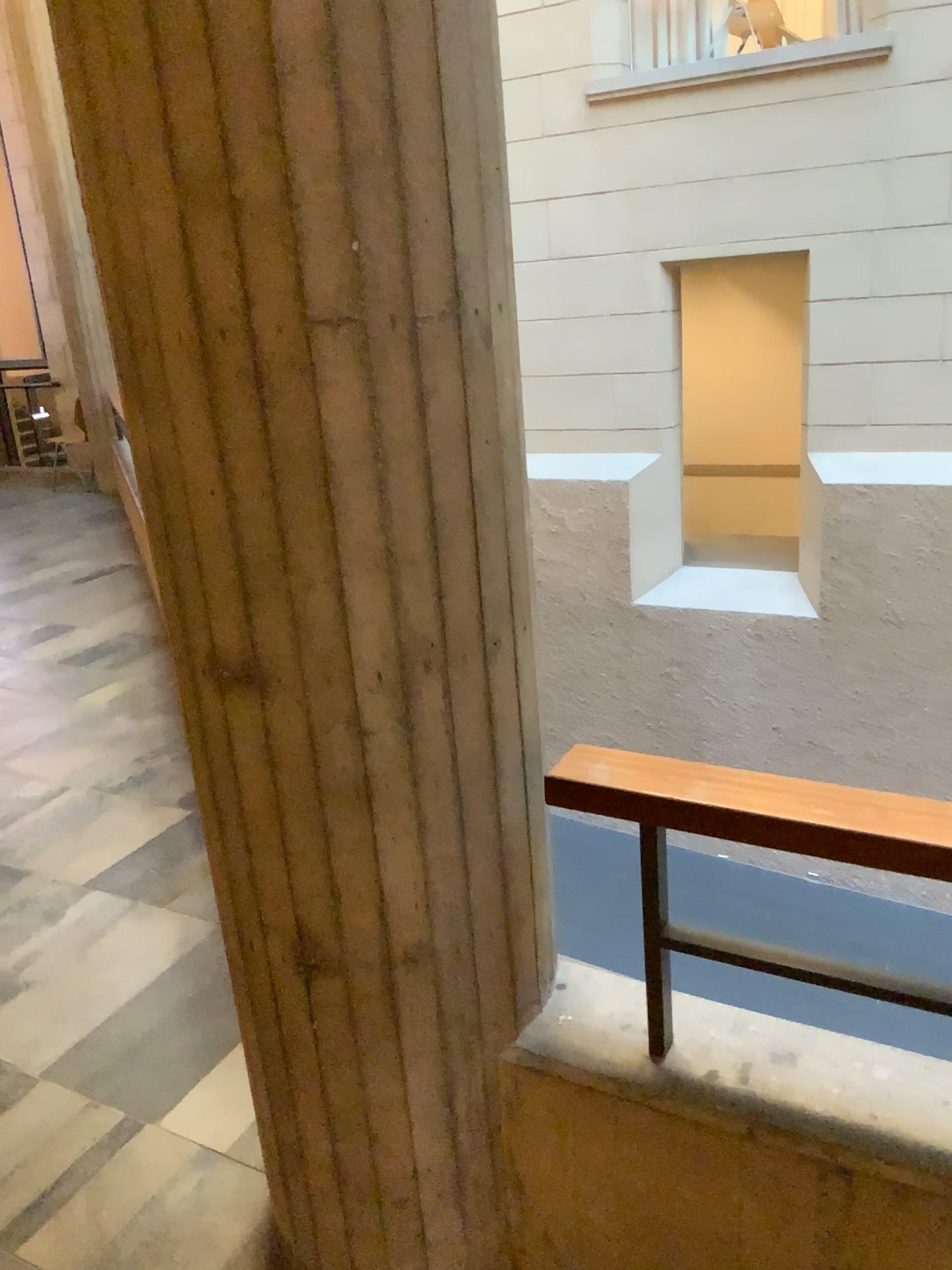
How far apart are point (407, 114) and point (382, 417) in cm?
33

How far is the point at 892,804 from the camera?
1.3m

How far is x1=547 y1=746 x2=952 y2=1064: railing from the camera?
1.27m

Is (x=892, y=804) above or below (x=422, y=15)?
below
